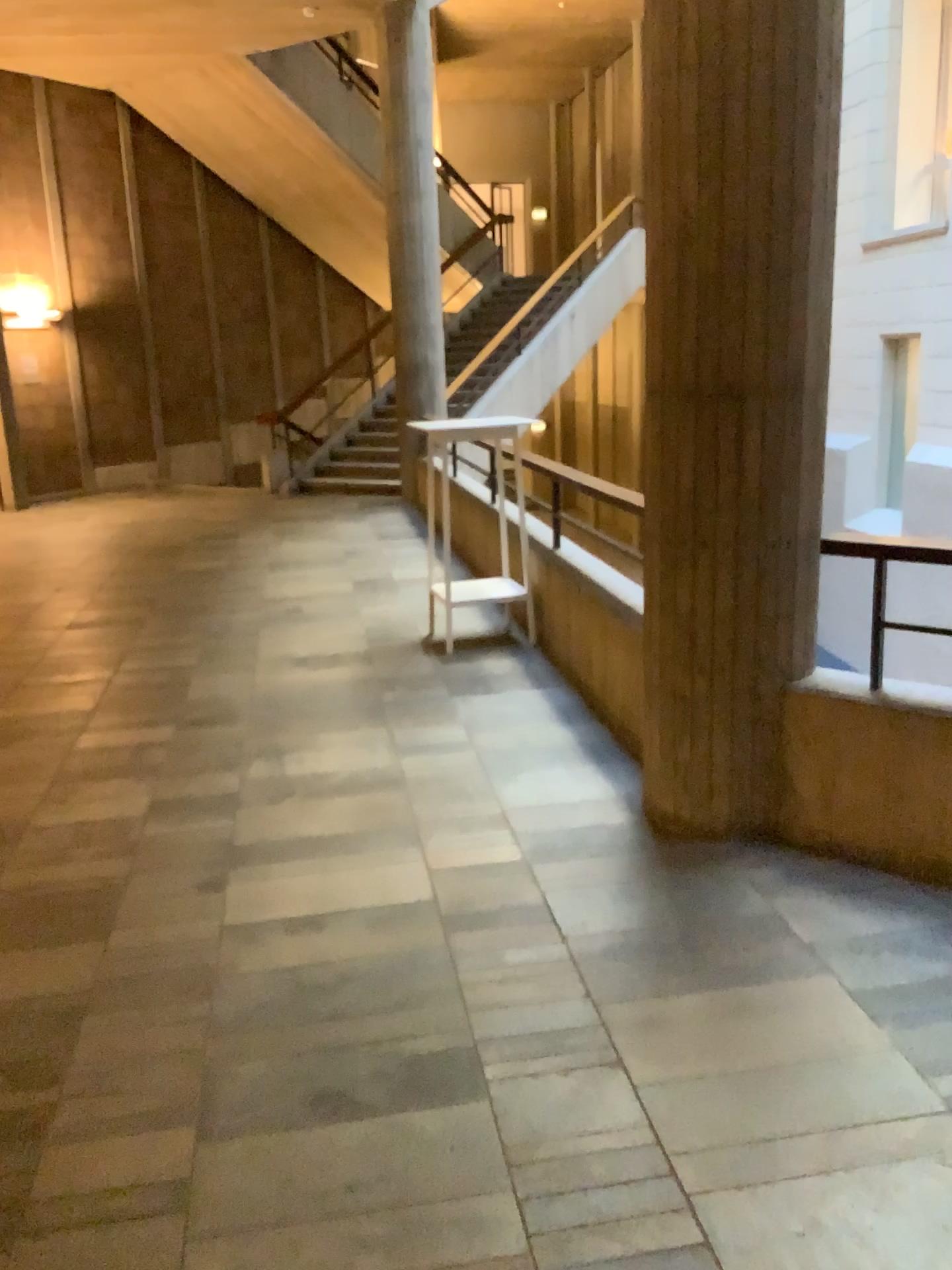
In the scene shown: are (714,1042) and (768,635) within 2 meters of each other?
yes
